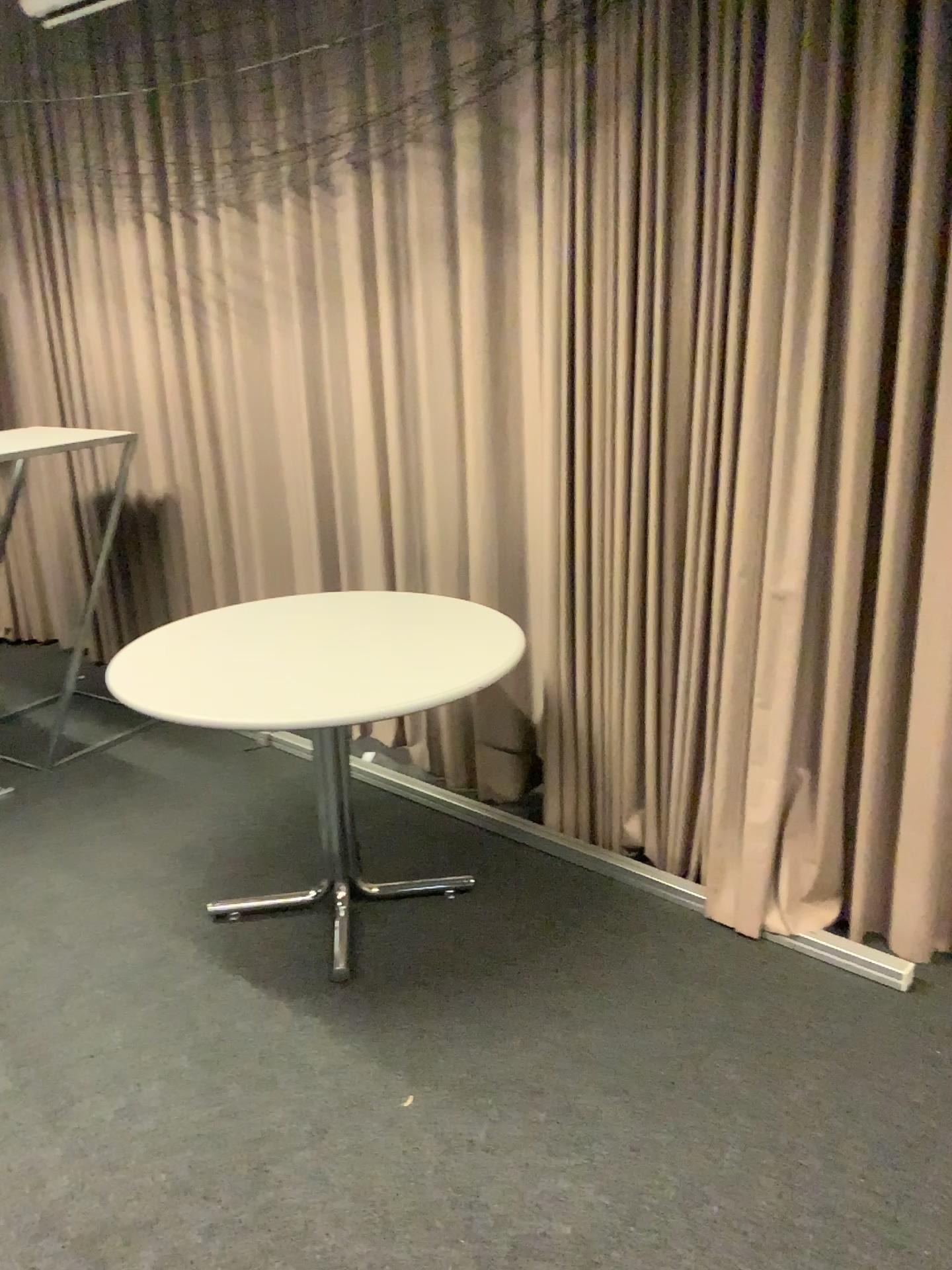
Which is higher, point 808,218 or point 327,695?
point 808,218

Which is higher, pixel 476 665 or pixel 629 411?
pixel 629 411
